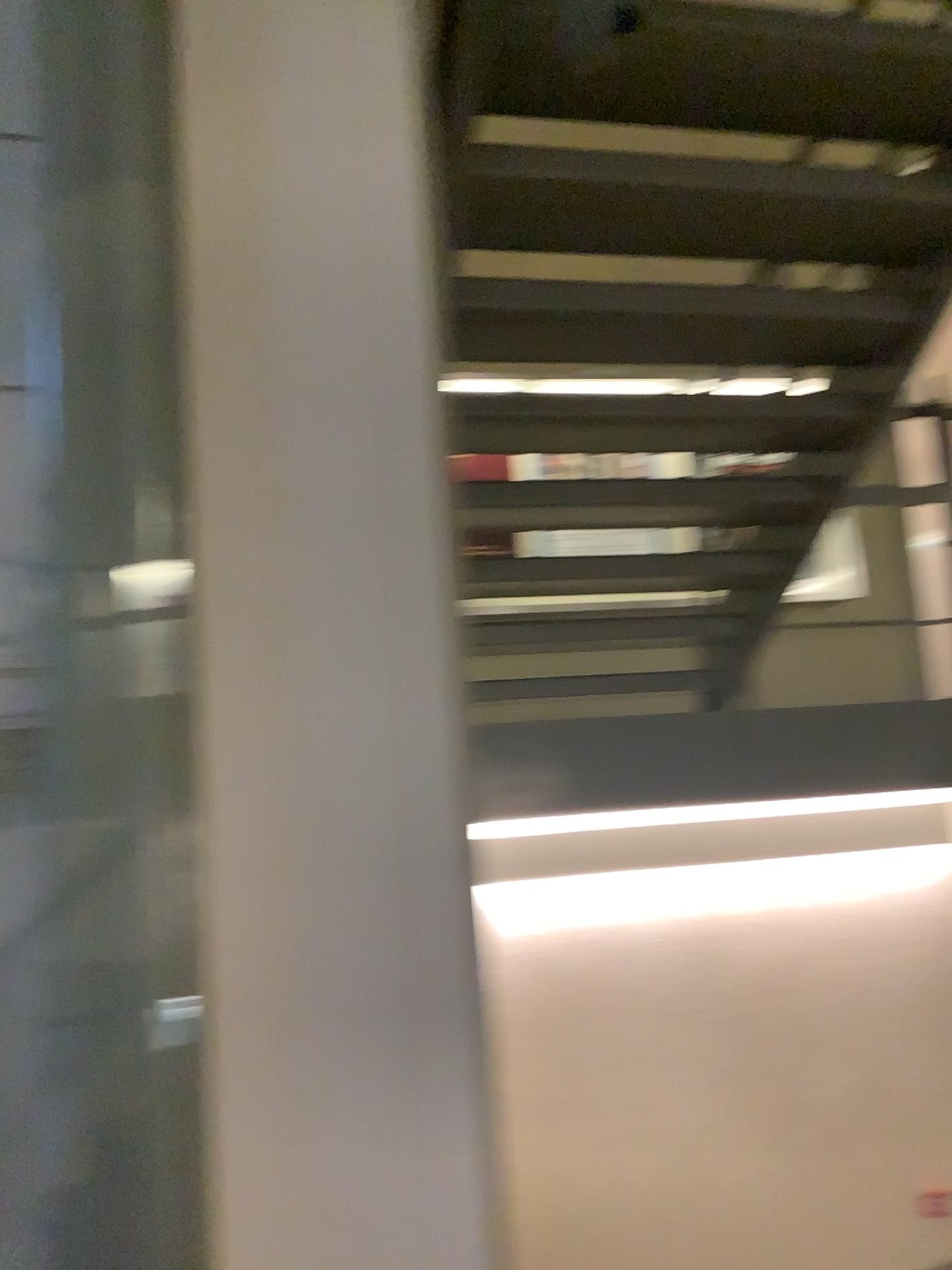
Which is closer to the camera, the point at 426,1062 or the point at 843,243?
the point at 426,1062
